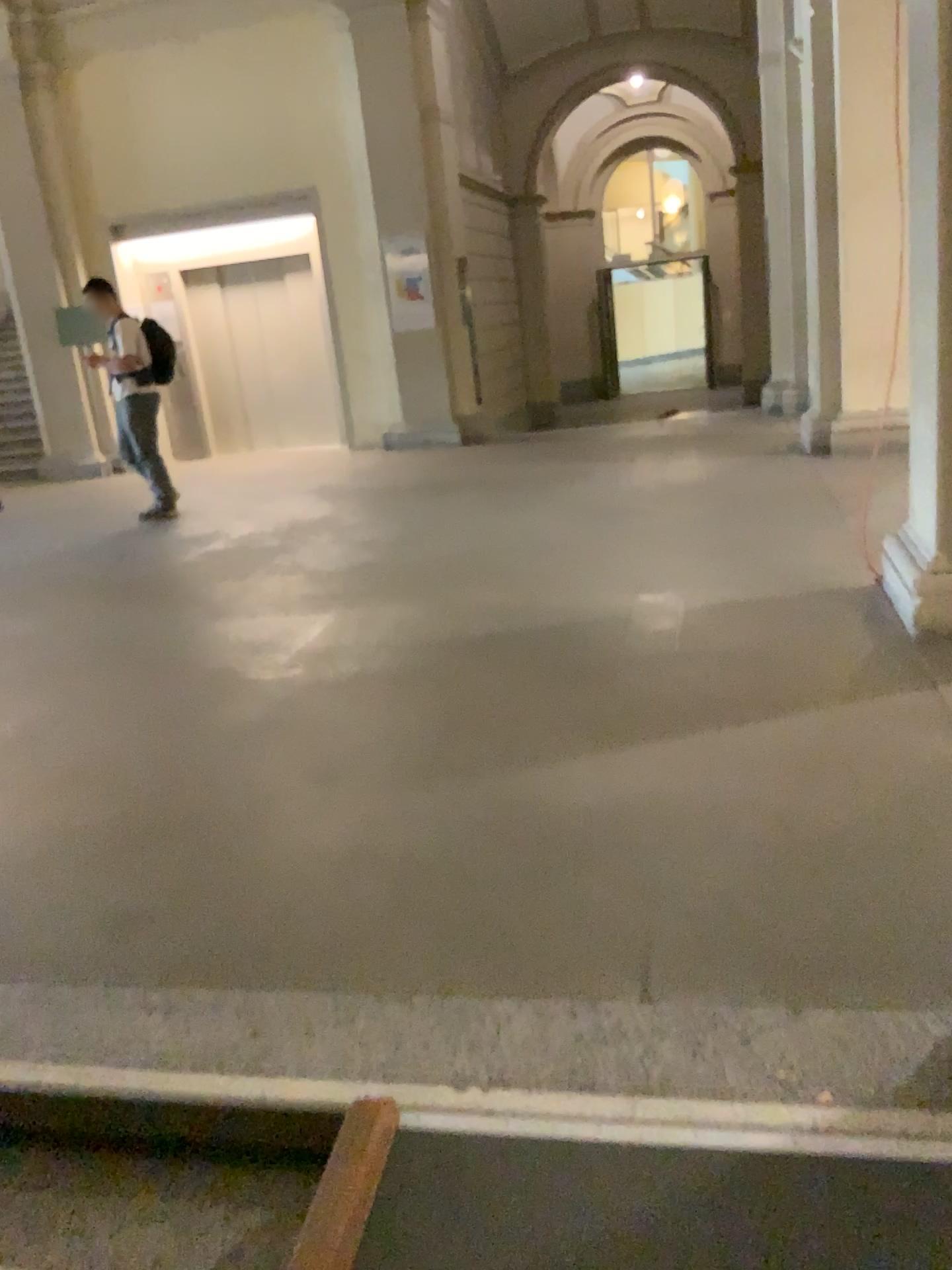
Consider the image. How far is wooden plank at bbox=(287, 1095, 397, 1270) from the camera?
1.52m

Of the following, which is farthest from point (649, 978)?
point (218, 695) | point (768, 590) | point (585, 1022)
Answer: point (768, 590)

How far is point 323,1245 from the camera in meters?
1.5 m
